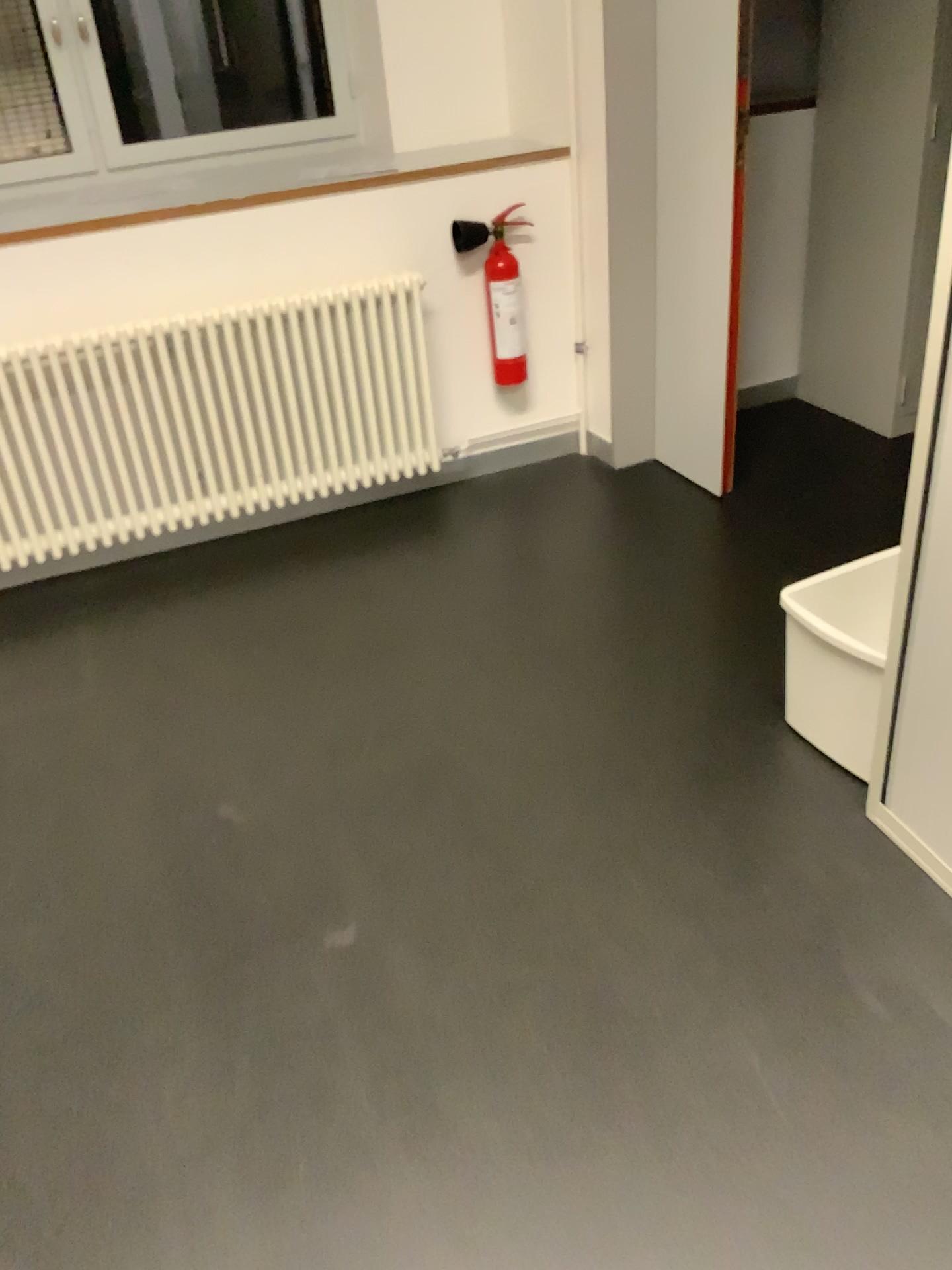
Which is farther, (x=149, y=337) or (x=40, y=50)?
(x=40, y=50)

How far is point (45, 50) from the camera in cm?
326

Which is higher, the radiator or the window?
the window

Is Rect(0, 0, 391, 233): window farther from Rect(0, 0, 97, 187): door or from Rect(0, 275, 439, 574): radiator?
Rect(0, 275, 439, 574): radiator

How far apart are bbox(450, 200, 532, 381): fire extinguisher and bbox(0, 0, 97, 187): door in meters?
1.2 m

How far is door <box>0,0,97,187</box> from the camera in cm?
326

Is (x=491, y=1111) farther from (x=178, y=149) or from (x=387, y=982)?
(x=178, y=149)

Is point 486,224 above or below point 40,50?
below

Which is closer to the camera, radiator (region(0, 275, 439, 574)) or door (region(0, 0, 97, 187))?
radiator (region(0, 275, 439, 574))

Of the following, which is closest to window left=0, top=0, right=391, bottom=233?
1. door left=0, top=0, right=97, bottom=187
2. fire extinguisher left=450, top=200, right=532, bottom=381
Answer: door left=0, top=0, right=97, bottom=187
